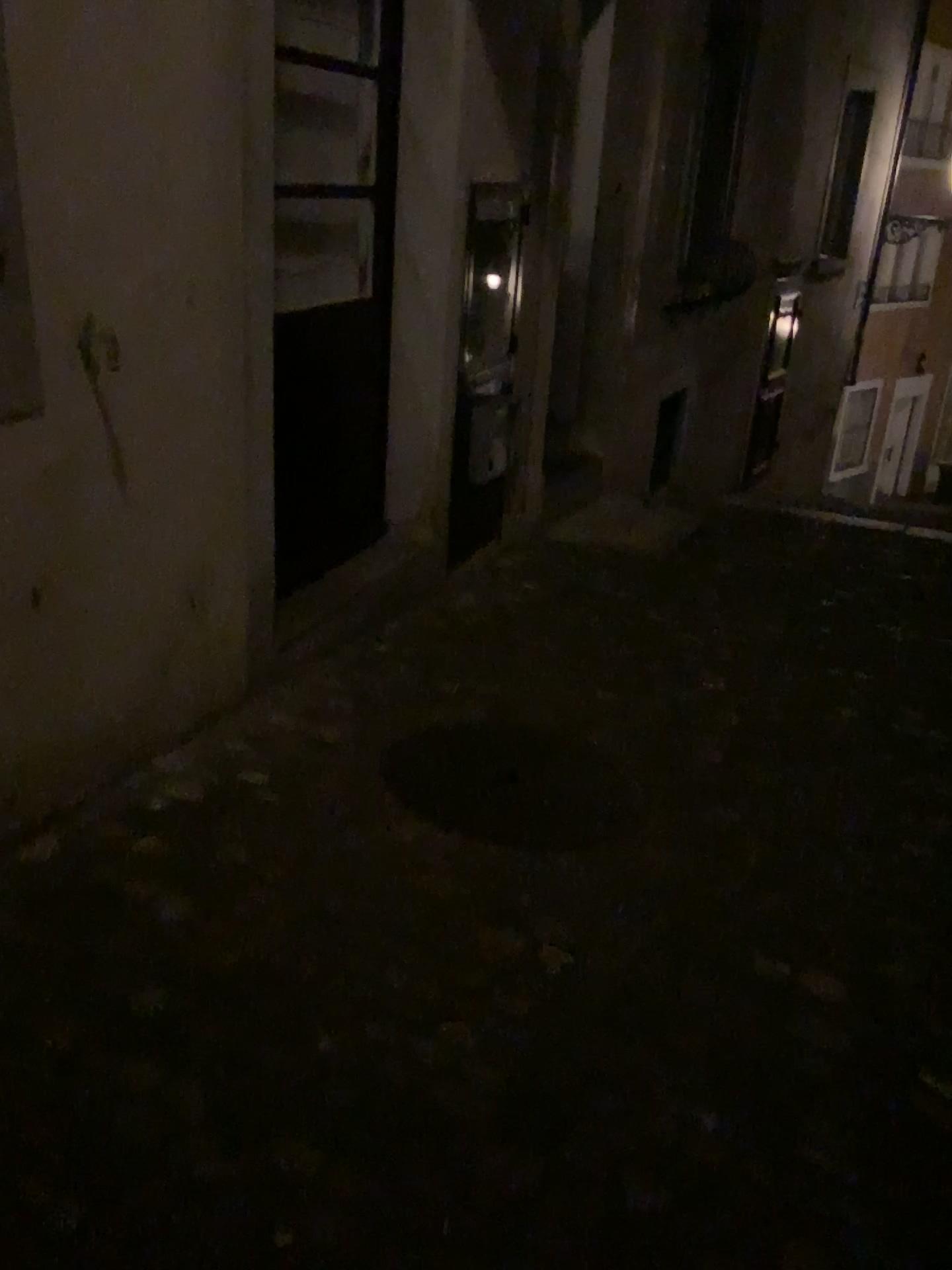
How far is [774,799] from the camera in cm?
285
